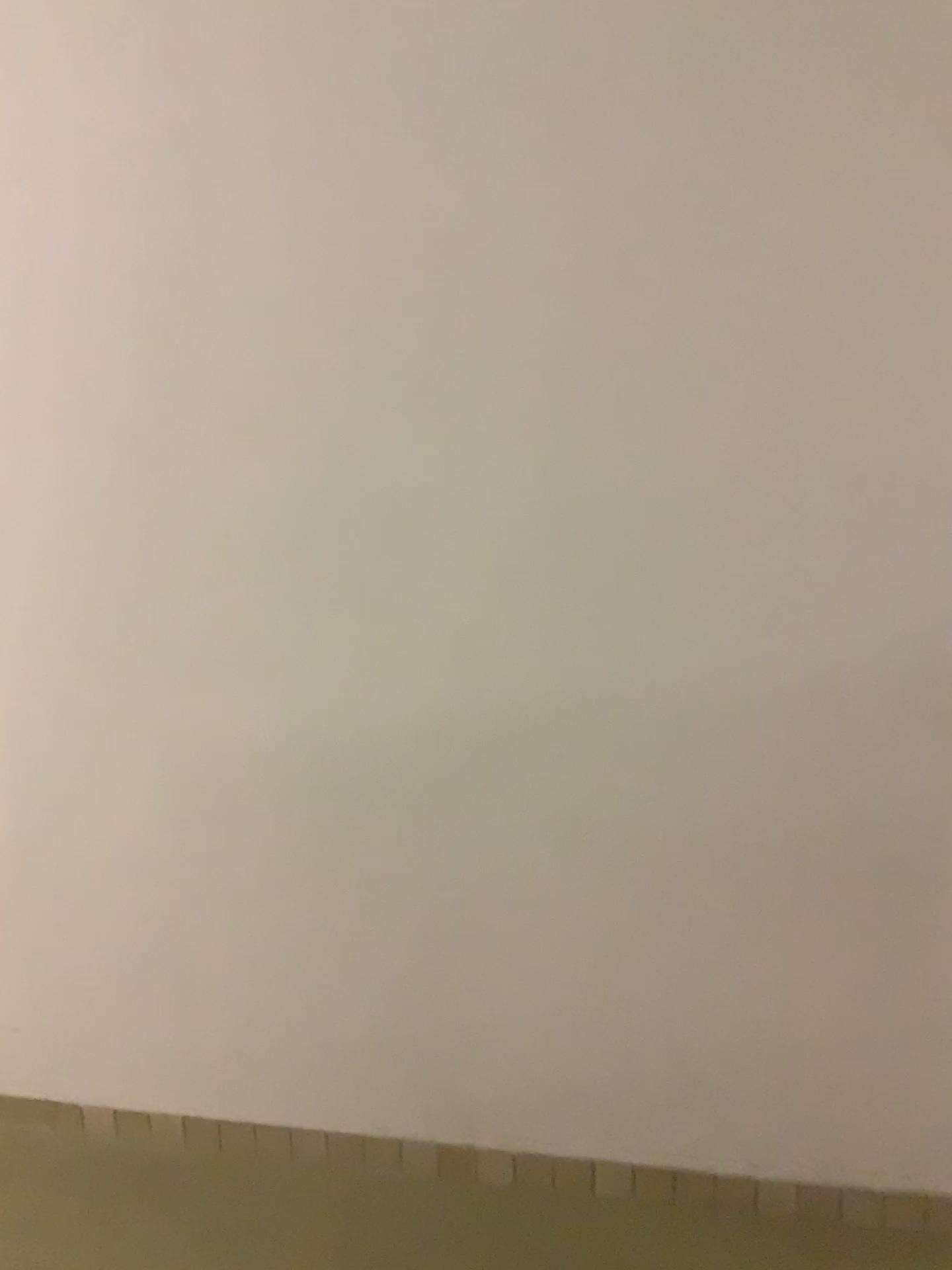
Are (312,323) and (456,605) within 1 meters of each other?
yes
